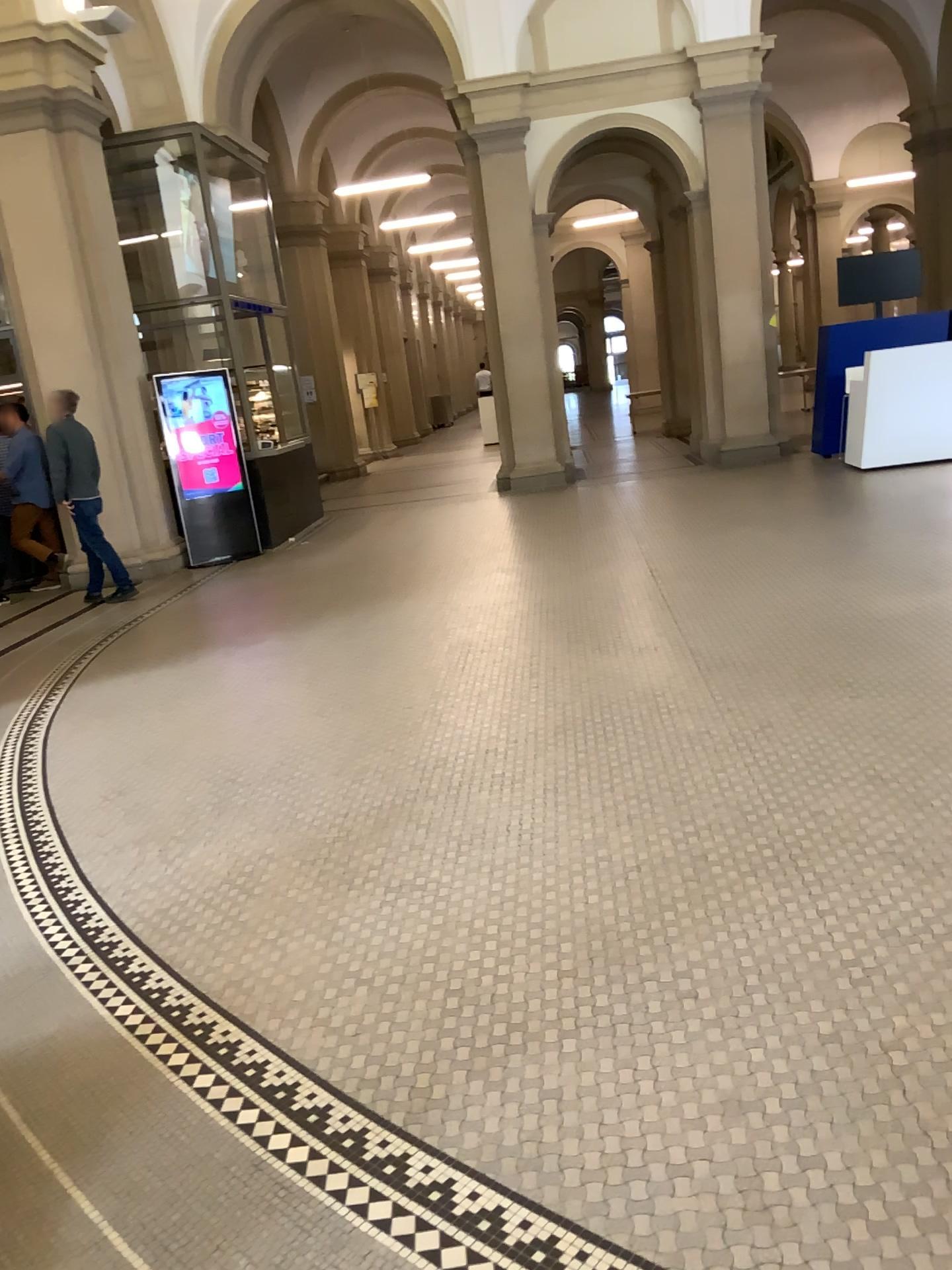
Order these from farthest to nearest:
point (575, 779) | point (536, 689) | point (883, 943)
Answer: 1. point (536, 689)
2. point (575, 779)
3. point (883, 943)
